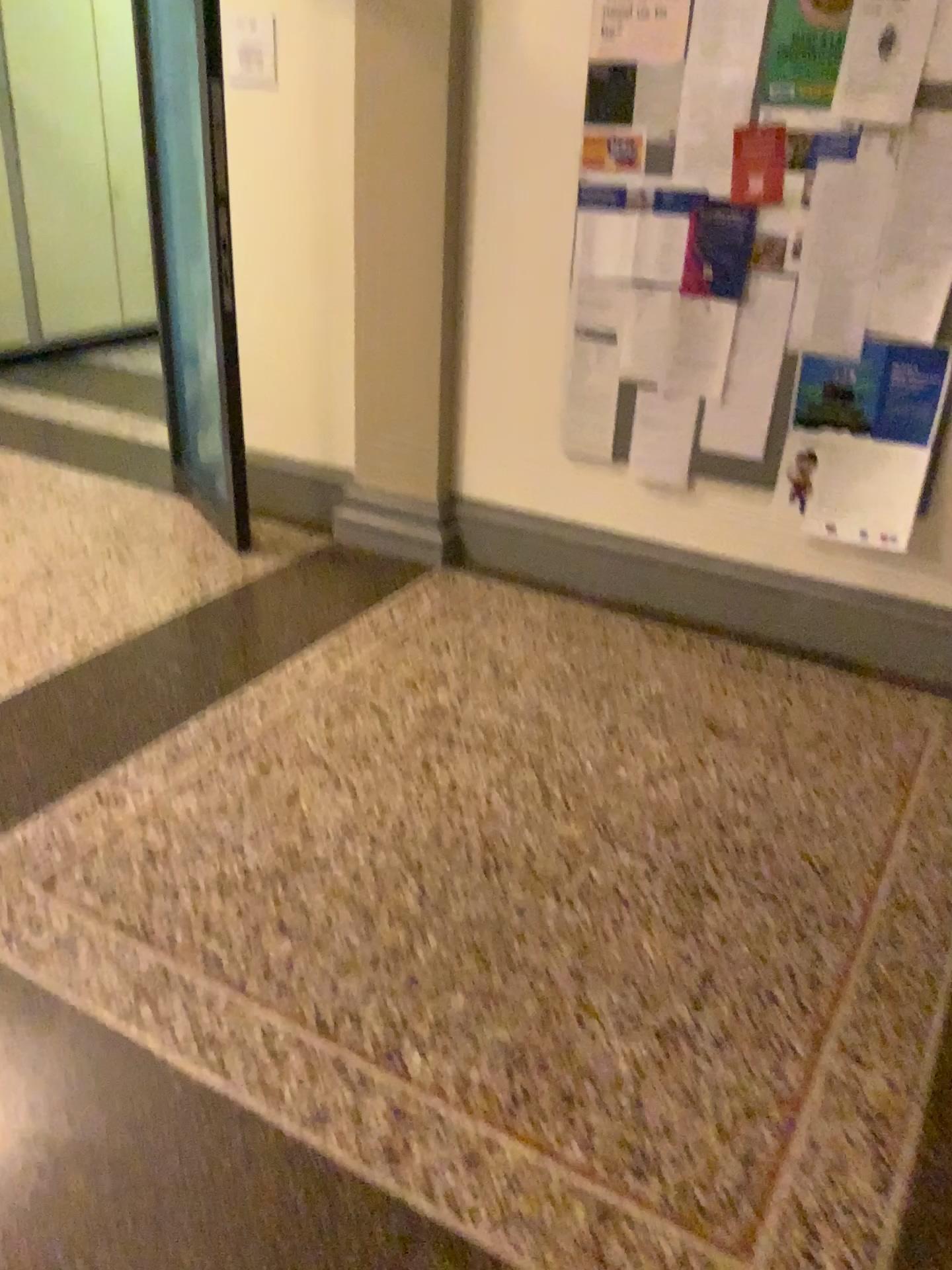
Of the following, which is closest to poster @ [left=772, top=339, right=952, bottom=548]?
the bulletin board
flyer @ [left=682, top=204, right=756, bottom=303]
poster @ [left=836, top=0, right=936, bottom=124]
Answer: the bulletin board

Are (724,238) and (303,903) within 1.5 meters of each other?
no

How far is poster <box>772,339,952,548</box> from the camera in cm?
300

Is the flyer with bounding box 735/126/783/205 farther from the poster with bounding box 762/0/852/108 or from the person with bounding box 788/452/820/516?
the person with bounding box 788/452/820/516

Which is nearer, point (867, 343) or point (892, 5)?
point (892, 5)

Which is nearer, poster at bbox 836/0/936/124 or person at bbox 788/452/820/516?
poster at bbox 836/0/936/124

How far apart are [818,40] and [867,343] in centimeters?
80cm

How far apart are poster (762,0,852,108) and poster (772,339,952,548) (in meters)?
0.66

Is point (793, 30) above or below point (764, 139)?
above

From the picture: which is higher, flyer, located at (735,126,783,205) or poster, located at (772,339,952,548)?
flyer, located at (735,126,783,205)
